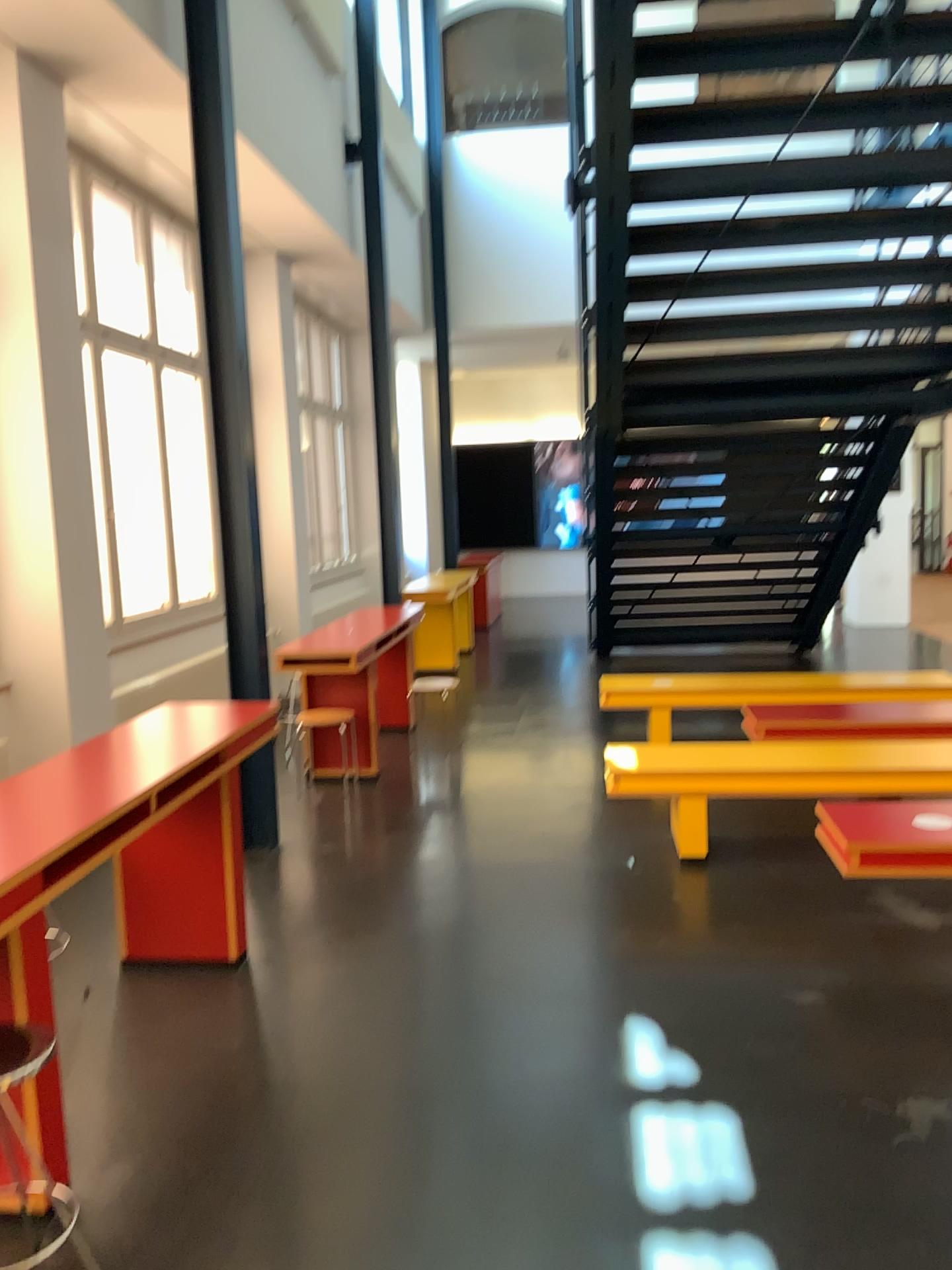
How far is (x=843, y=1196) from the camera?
2.5m

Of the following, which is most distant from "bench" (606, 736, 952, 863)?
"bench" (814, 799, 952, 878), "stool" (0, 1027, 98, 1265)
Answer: "stool" (0, 1027, 98, 1265)

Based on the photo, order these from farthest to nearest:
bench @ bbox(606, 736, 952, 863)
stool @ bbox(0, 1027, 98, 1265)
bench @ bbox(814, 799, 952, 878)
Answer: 1. bench @ bbox(606, 736, 952, 863)
2. bench @ bbox(814, 799, 952, 878)
3. stool @ bbox(0, 1027, 98, 1265)

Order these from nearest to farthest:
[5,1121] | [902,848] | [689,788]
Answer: [5,1121]
[902,848]
[689,788]

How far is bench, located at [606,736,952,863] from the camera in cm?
467

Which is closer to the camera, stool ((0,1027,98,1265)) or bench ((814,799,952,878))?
stool ((0,1027,98,1265))

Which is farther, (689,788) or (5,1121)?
(689,788)

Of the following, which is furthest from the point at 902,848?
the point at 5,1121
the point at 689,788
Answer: the point at 5,1121

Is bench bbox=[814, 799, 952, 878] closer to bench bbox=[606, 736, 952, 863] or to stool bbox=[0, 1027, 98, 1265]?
bench bbox=[606, 736, 952, 863]
